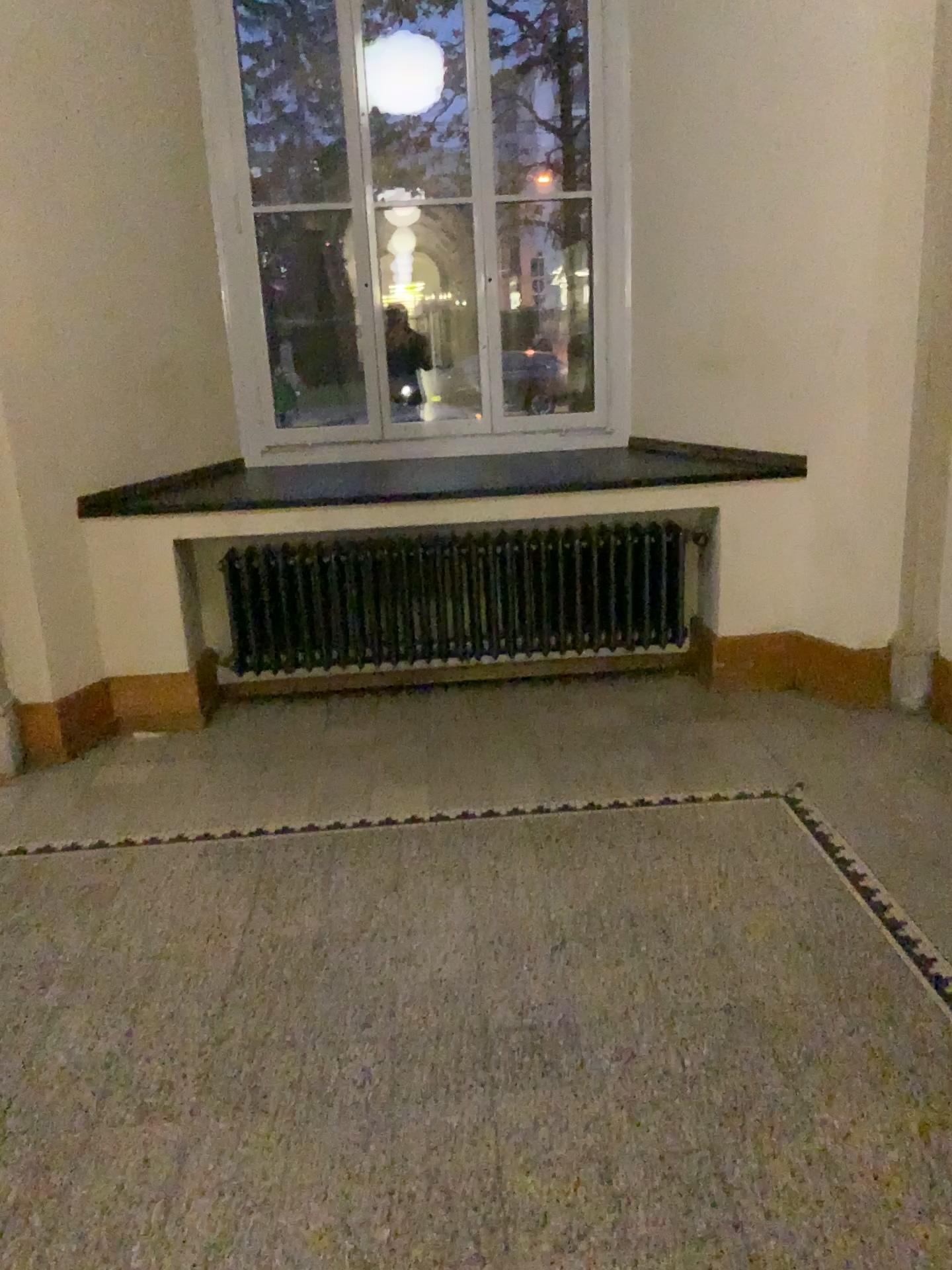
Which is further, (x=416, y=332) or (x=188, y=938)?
(x=416, y=332)

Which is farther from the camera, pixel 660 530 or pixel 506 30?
pixel 506 30

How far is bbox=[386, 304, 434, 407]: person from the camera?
4.90m

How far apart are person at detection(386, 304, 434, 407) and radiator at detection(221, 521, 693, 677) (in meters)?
1.03

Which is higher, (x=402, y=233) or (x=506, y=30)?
(x=506, y=30)

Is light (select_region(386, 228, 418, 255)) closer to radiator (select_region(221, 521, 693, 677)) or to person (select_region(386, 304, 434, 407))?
person (select_region(386, 304, 434, 407))

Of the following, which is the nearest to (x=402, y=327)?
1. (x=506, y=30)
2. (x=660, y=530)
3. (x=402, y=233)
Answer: (x=402, y=233)

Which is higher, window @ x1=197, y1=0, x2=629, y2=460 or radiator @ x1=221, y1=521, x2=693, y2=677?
window @ x1=197, y1=0, x2=629, y2=460

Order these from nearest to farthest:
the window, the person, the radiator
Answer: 1. the radiator
2. the window
3. the person

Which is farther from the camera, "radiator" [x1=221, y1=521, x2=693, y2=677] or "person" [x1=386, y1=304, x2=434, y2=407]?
"person" [x1=386, y1=304, x2=434, y2=407]
